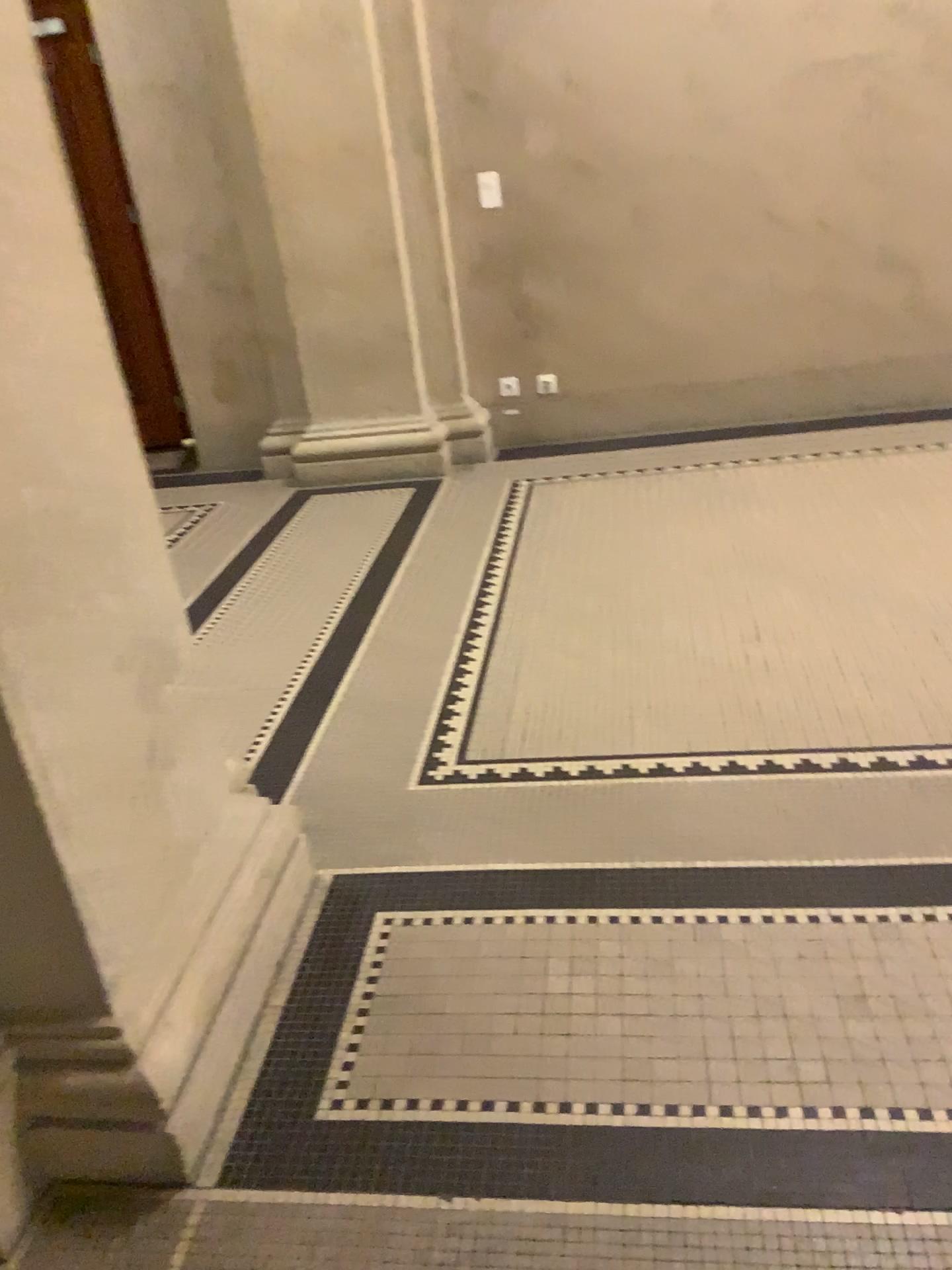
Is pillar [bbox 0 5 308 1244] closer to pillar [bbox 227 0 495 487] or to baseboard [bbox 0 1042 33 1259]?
baseboard [bbox 0 1042 33 1259]

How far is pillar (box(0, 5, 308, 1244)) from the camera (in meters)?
1.42

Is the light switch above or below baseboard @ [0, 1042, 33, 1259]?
above

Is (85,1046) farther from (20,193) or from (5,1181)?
(20,193)

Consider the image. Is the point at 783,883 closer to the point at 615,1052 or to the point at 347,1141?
the point at 615,1052

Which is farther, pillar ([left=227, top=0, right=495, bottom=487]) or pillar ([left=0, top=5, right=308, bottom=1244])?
pillar ([left=227, top=0, right=495, bottom=487])

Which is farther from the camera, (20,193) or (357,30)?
(357,30)

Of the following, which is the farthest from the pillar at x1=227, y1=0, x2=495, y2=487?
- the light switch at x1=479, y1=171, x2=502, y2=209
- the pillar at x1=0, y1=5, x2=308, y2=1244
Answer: the pillar at x1=0, y1=5, x2=308, y2=1244

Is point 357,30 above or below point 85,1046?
above

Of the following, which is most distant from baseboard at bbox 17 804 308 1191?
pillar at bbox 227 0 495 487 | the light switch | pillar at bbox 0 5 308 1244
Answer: the light switch
